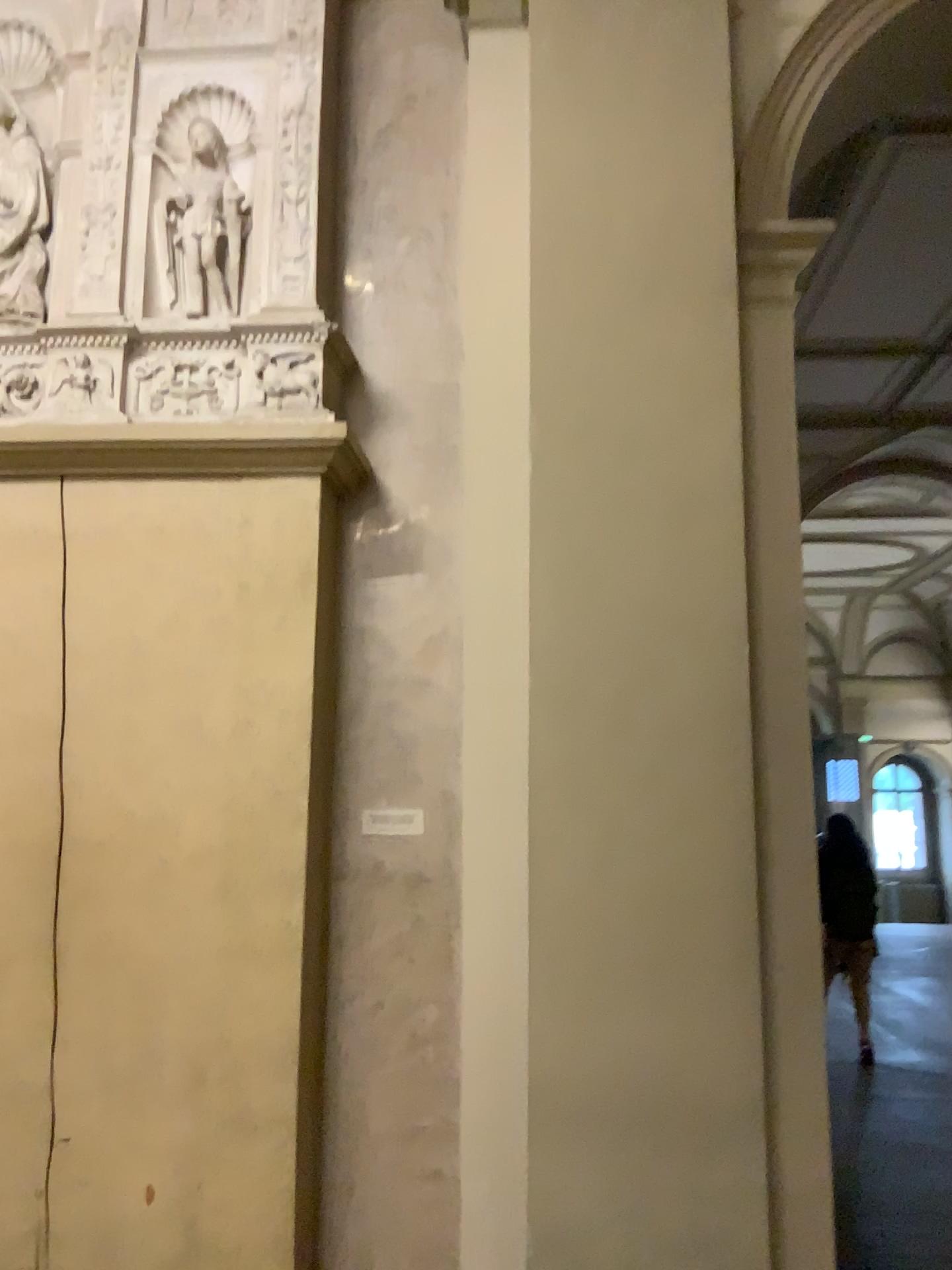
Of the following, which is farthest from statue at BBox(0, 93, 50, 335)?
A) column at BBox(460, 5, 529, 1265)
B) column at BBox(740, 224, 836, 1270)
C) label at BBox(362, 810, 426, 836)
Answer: column at BBox(740, 224, 836, 1270)

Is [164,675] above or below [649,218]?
below

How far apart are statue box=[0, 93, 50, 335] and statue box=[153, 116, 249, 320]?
0.4m

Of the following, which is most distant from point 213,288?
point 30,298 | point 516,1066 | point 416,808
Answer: point 516,1066

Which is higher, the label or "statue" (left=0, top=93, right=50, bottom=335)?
"statue" (left=0, top=93, right=50, bottom=335)

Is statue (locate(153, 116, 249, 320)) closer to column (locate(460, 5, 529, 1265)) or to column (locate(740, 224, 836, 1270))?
column (locate(460, 5, 529, 1265))

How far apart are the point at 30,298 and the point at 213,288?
0.54m

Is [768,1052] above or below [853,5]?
below

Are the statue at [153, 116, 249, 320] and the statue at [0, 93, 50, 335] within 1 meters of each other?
yes

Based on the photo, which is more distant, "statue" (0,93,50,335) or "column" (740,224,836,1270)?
"statue" (0,93,50,335)
